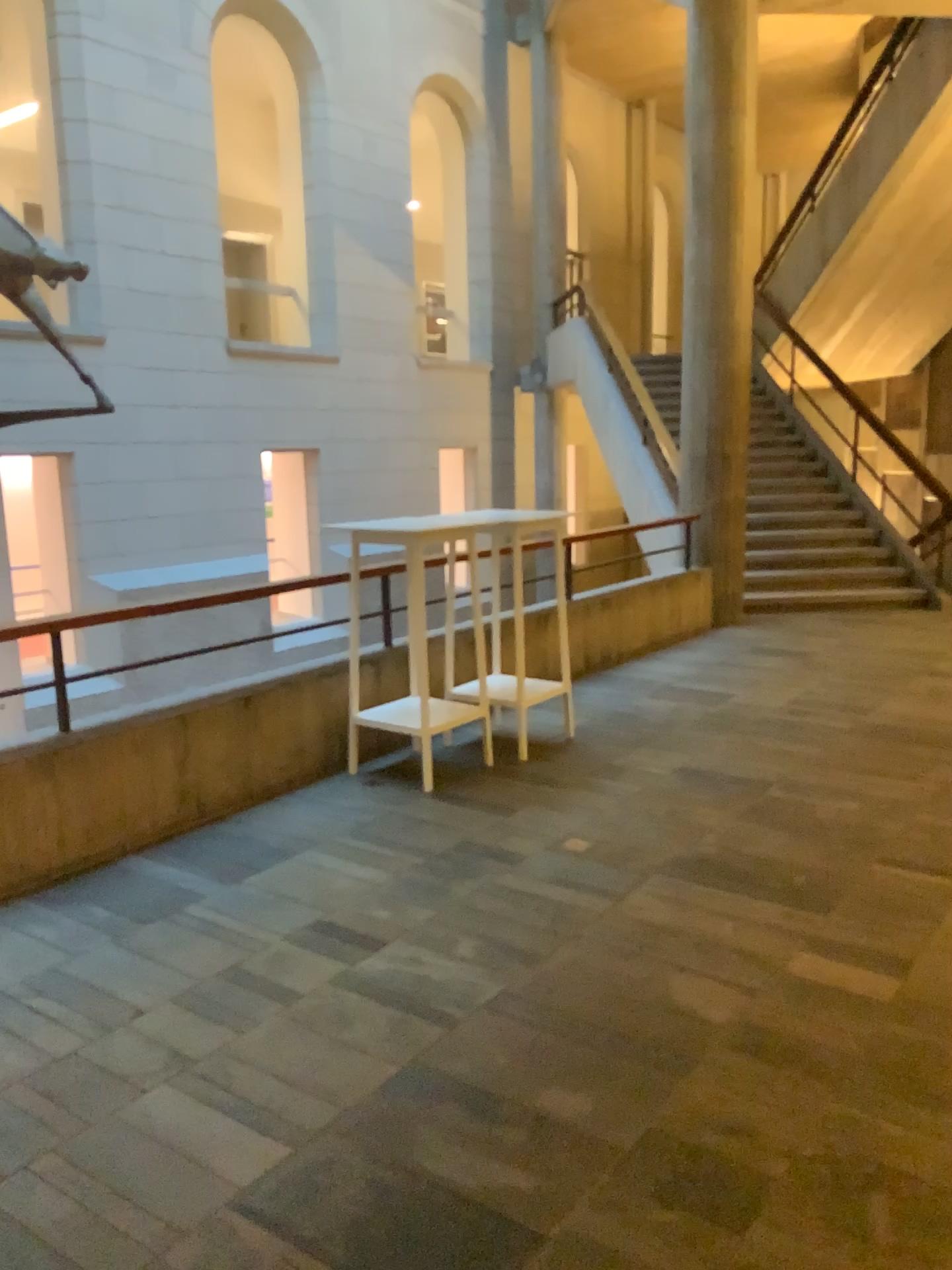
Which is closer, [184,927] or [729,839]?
[184,927]
